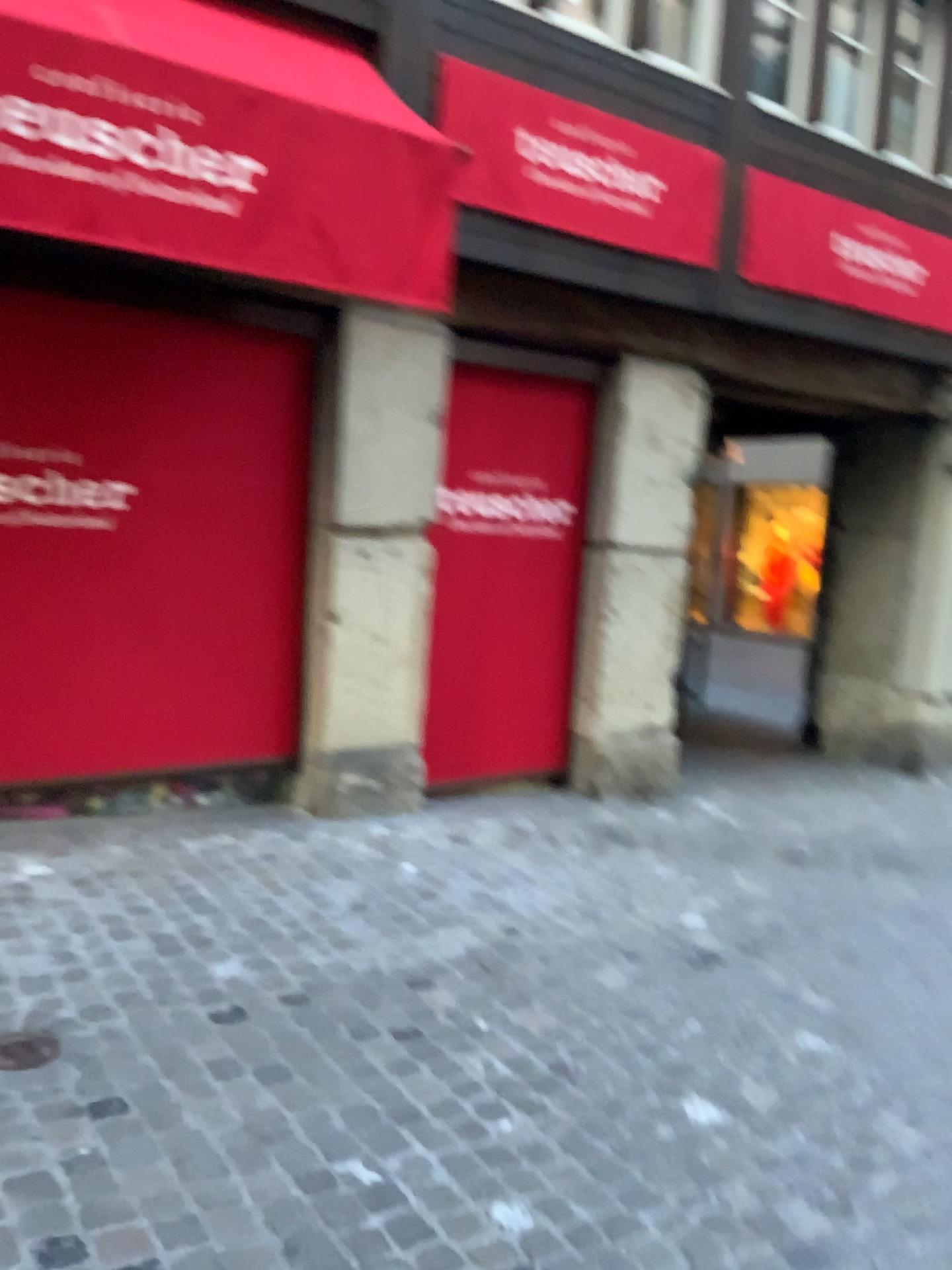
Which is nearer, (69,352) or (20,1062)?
(20,1062)

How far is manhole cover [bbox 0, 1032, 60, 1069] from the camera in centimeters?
→ 245cm

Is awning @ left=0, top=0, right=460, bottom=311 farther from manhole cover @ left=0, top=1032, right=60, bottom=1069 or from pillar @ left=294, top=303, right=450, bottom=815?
manhole cover @ left=0, top=1032, right=60, bottom=1069

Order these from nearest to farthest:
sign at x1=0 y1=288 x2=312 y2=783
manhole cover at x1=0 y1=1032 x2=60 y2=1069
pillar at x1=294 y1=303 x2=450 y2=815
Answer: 1. manhole cover at x1=0 y1=1032 x2=60 y2=1069
2. sign at x1=0 y1=288 x2=312 y2=783
3. pillar at x1=294 y1=303 x2=450 y2=815

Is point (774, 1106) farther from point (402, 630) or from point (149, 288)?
point (149, 288)

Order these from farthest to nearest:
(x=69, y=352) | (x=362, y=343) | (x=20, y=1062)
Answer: (x=362, y=343)
(x=69, y=352)
(x=20, y=1062)

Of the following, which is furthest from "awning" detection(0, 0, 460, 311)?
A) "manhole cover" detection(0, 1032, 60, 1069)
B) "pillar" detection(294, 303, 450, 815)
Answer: "manhole cover" detection(0, 1032, 60, 1069)

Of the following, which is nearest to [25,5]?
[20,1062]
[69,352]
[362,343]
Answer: [69,352]

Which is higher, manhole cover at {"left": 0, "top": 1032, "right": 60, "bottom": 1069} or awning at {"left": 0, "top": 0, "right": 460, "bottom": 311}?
awning at {"left": 0, "top": 0, "right": 460, "bottom": 311}

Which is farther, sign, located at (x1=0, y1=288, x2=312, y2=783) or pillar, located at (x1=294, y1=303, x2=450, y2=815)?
pillar, located at (x1=294, y1=303, x2=450, y2=815)
